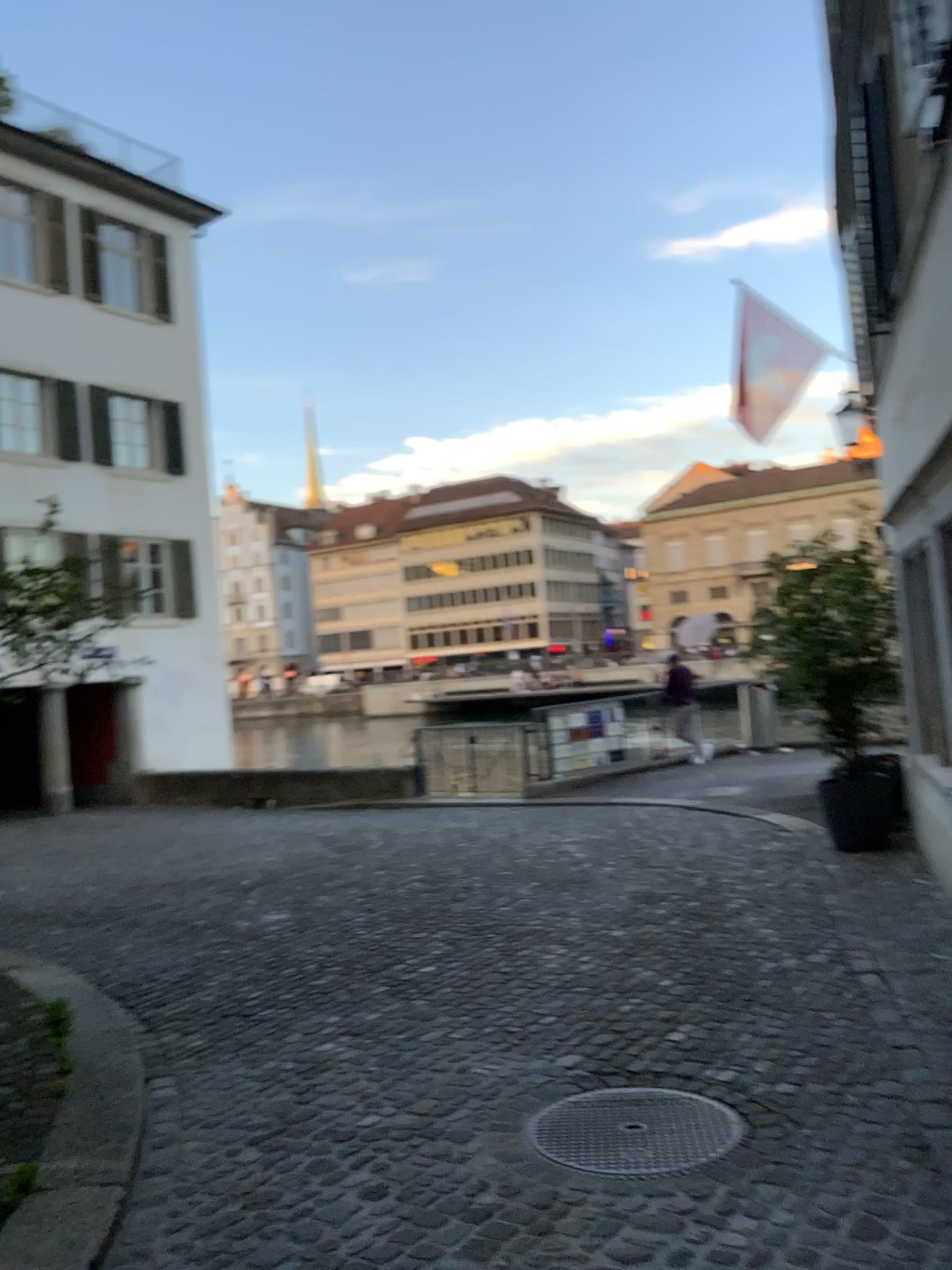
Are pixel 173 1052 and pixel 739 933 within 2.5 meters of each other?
no
